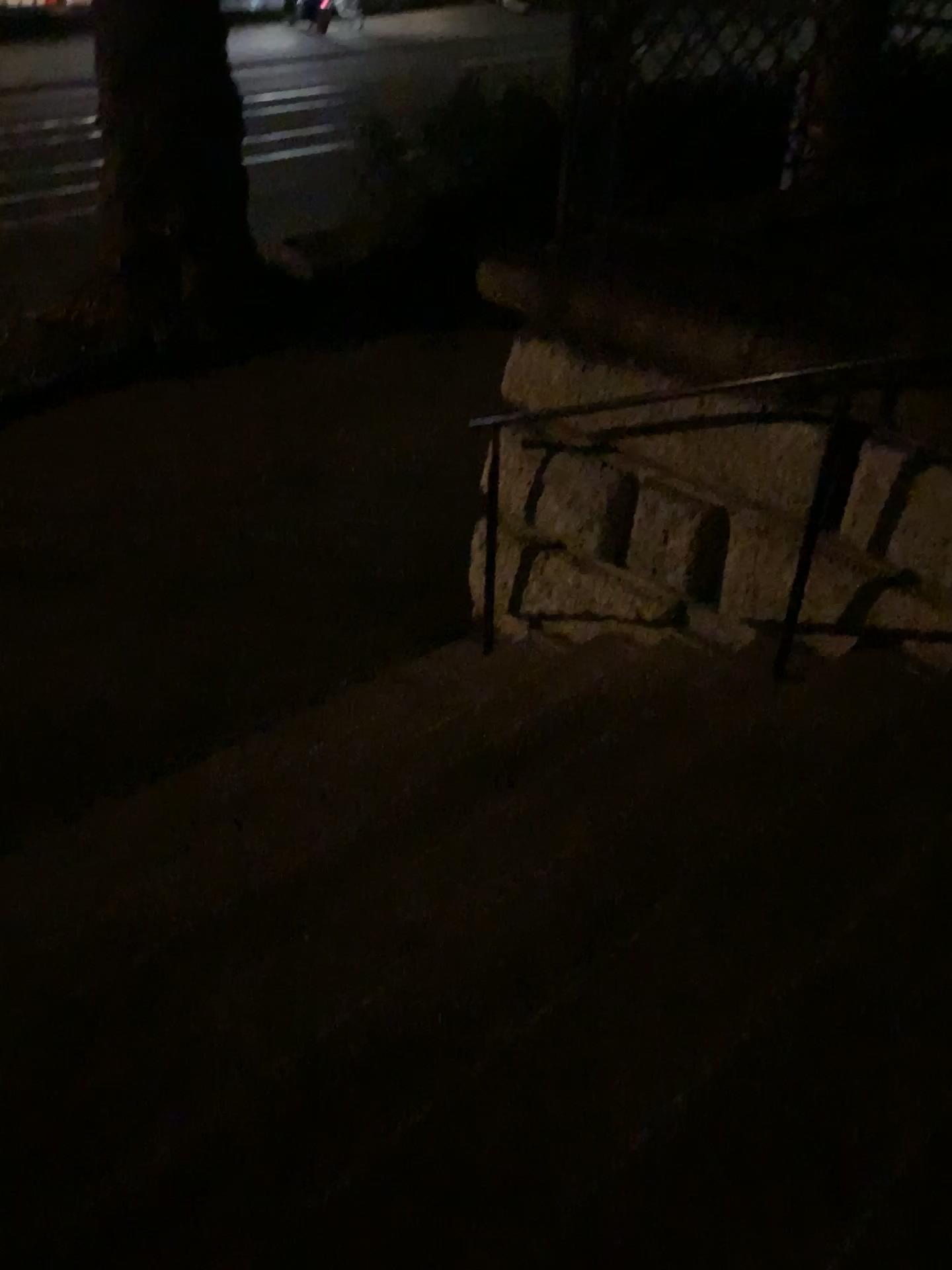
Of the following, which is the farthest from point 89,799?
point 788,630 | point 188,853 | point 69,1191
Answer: point 788,630
